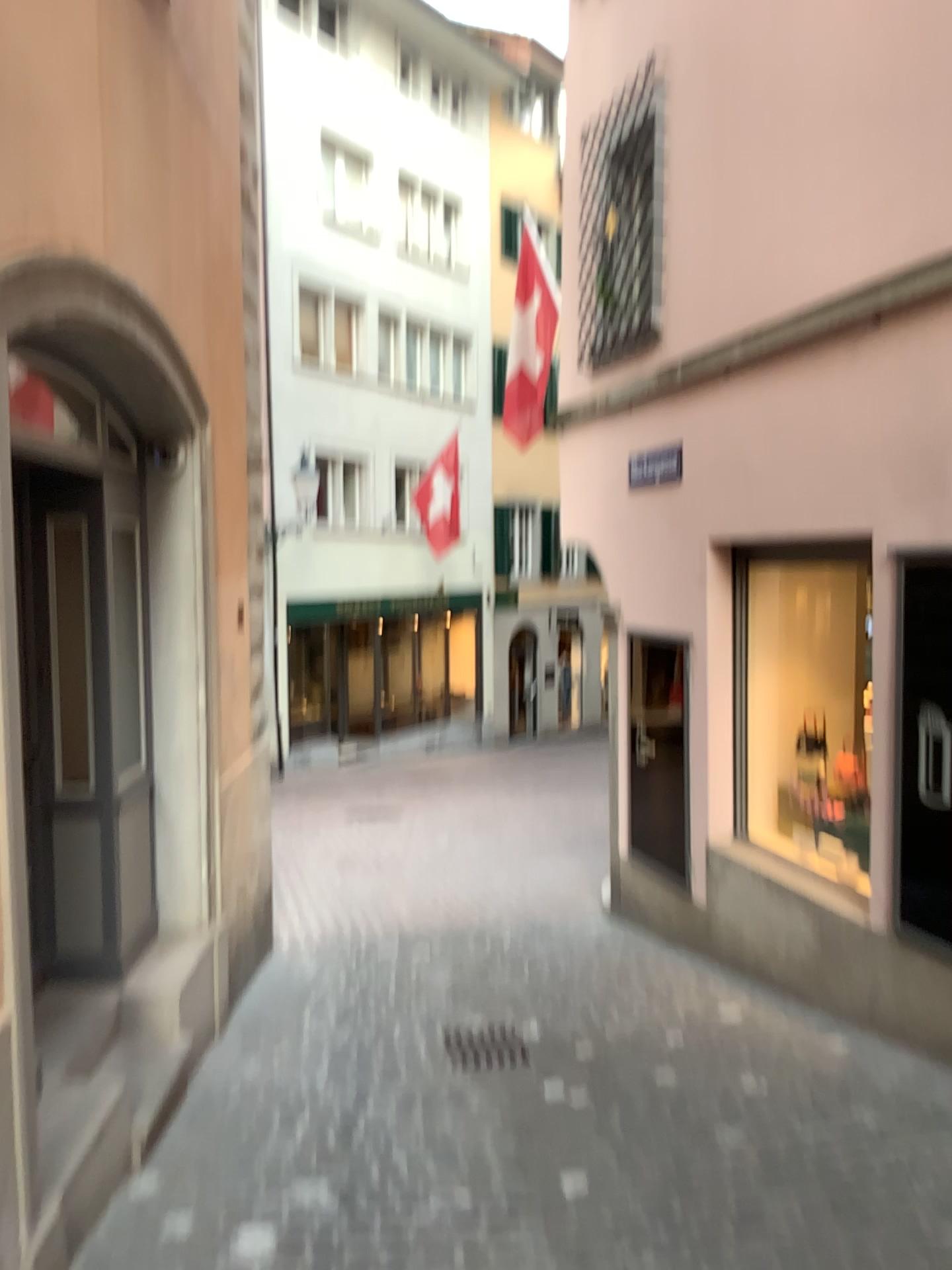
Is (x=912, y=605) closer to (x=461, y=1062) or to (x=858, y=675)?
(x=858, y=675)

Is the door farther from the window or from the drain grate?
the drain grate

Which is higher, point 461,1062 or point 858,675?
point 858,675

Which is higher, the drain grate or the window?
the window

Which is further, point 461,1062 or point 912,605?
point 461,1062

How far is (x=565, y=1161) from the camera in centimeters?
370cm

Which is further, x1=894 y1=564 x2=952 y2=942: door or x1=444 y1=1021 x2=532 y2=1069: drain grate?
x1=444 y1=1021 x2=532 y2=1069: drain grate

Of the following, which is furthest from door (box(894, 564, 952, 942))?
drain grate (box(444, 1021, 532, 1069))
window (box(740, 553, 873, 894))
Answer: drain grate (box(444, 1021, 532, 1069))
